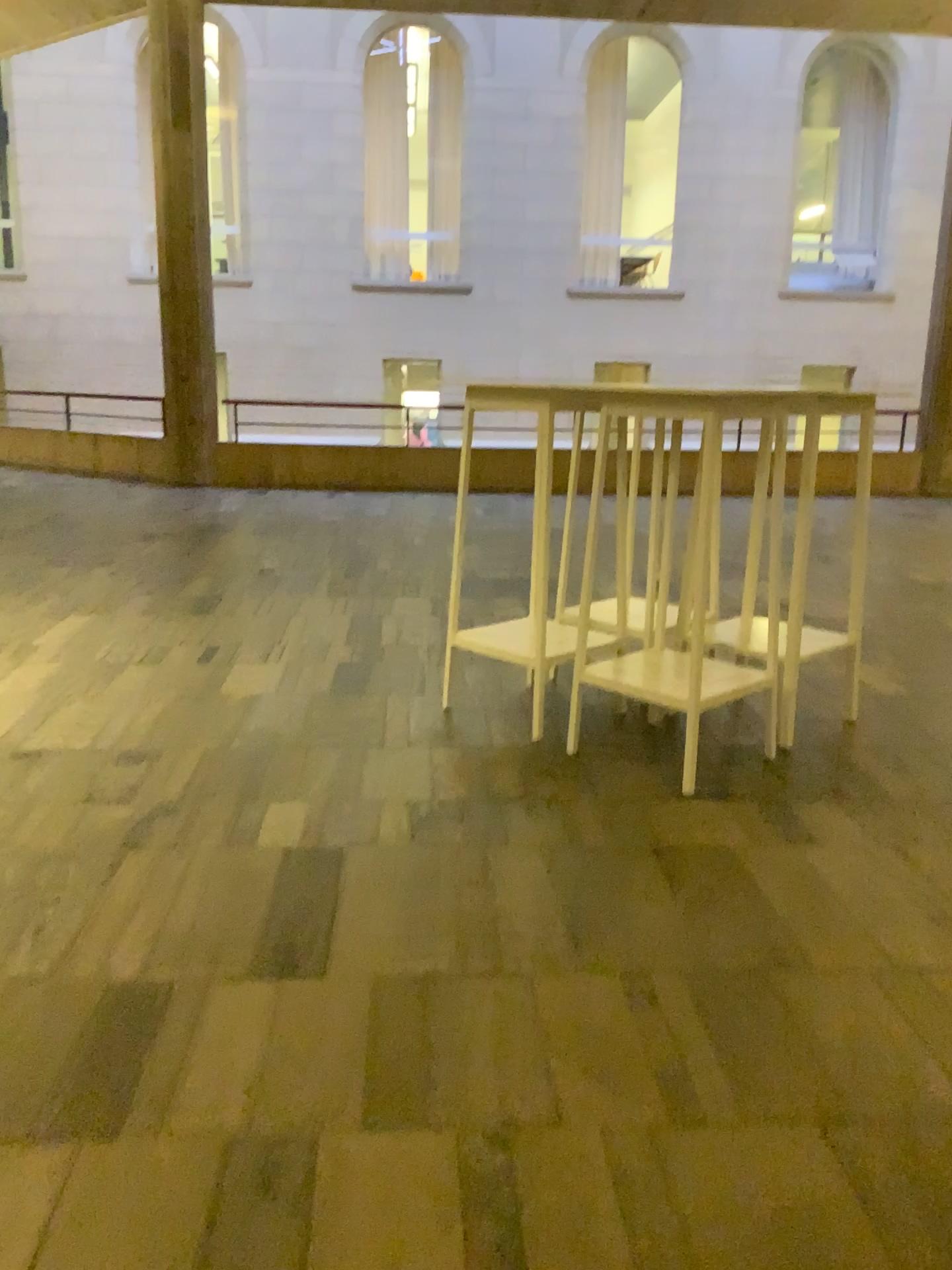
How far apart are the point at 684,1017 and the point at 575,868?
0.6m
